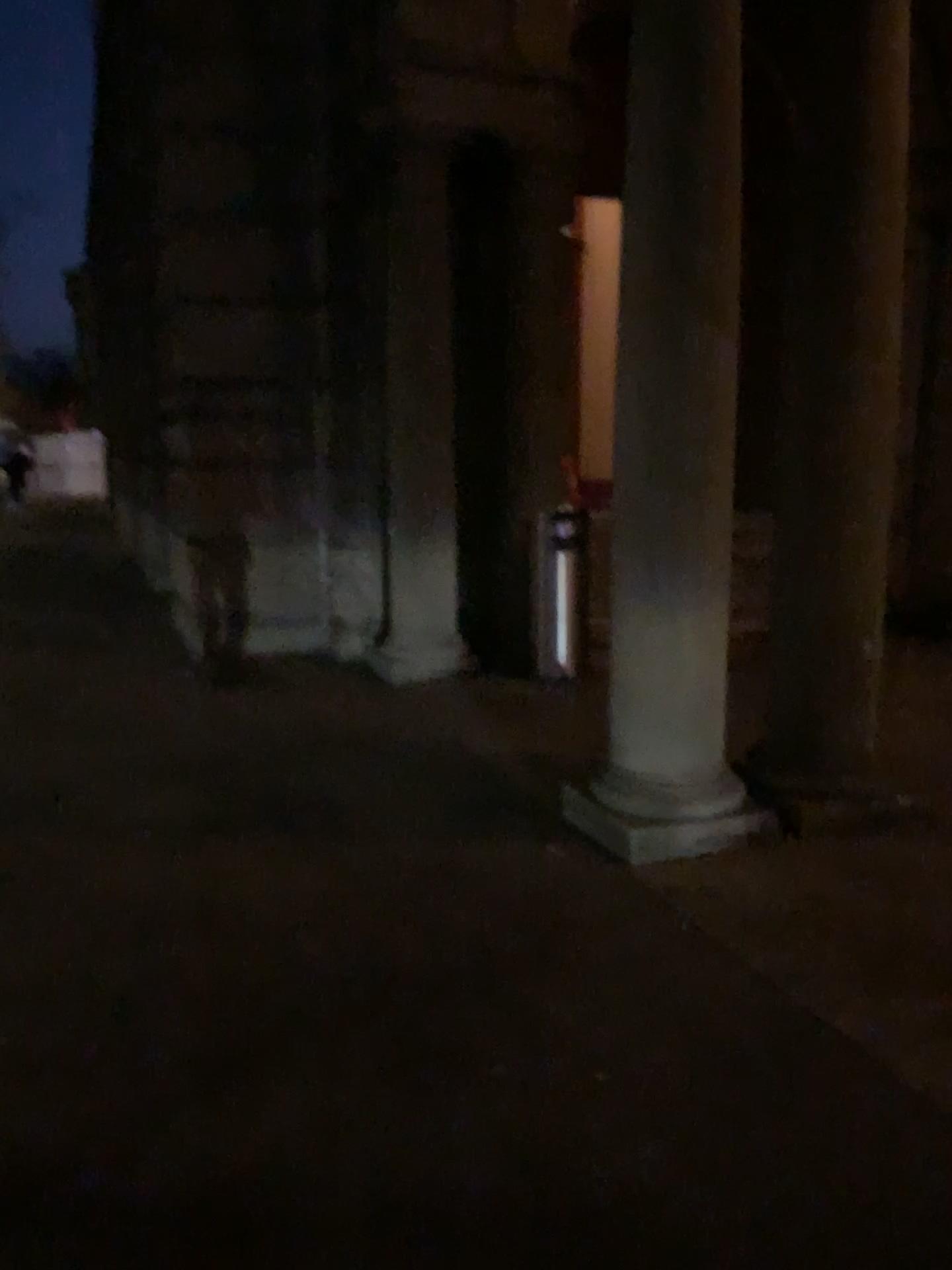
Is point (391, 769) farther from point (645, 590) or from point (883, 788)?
point (883, 788)

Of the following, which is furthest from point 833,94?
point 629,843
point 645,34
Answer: point 629,843

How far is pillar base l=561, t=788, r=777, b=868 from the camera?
3.6 meters

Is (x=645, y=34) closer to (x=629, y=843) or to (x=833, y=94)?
(x=833, y=94)

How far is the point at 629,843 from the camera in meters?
3.6 m
